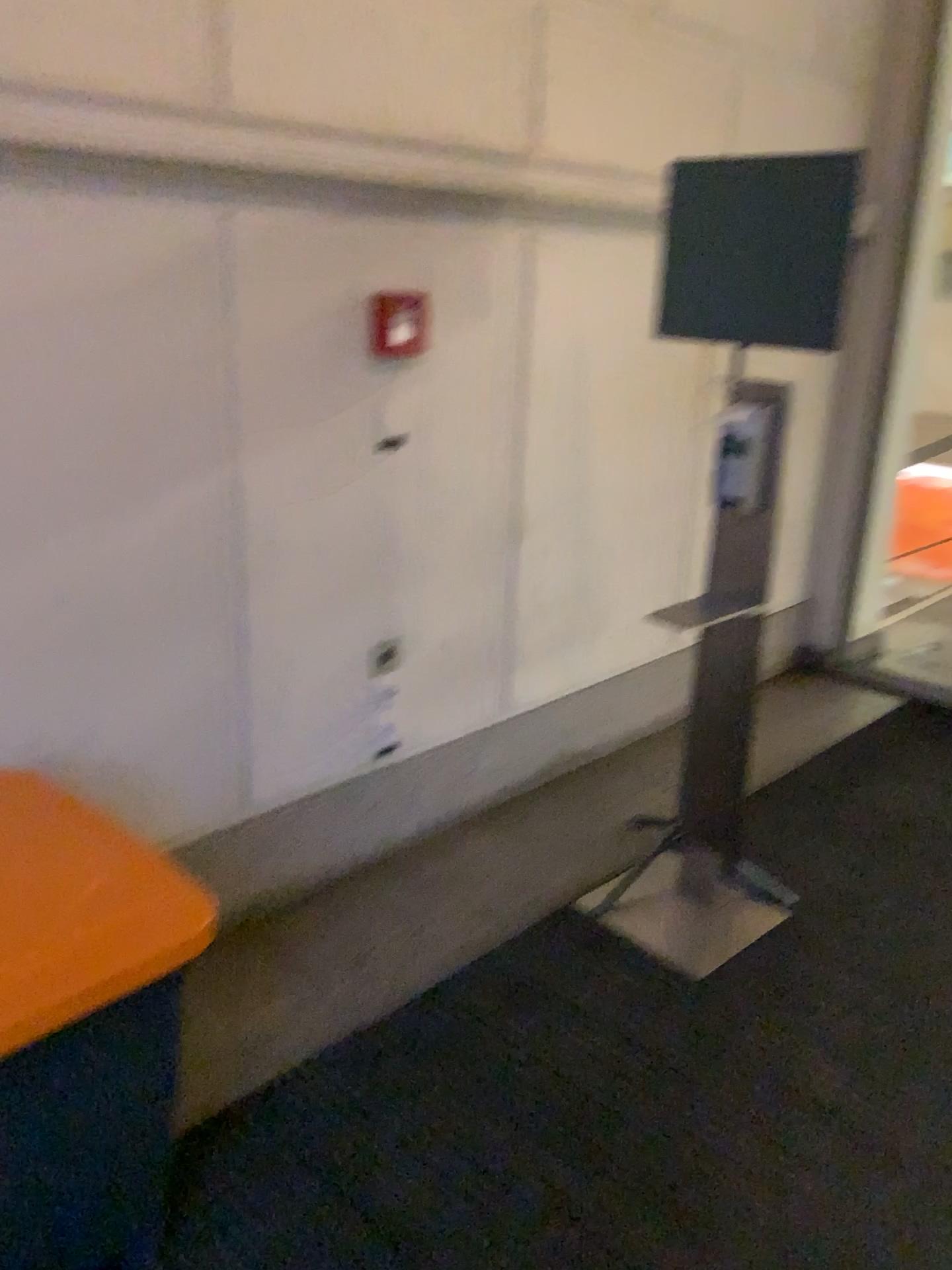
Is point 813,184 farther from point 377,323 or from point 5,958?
point 5,958

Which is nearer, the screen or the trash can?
the trash can

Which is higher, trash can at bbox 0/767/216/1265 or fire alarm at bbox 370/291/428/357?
fire alarm at bbox 370/291/428/357

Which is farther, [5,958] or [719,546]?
[719,546]

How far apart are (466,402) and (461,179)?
0.5m

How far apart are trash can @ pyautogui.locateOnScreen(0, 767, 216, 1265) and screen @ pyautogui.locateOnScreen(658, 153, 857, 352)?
1.66m

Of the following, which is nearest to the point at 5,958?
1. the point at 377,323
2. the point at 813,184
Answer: the point at 377,323

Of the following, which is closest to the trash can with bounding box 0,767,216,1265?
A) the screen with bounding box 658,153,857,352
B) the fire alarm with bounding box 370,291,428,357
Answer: the fire alarm with bounding box 370,291,428,357

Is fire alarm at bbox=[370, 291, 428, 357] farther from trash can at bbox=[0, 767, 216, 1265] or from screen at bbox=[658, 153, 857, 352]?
trash can at bbox=[0, 767, 216, 1265]

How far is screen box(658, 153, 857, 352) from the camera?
2.2m
